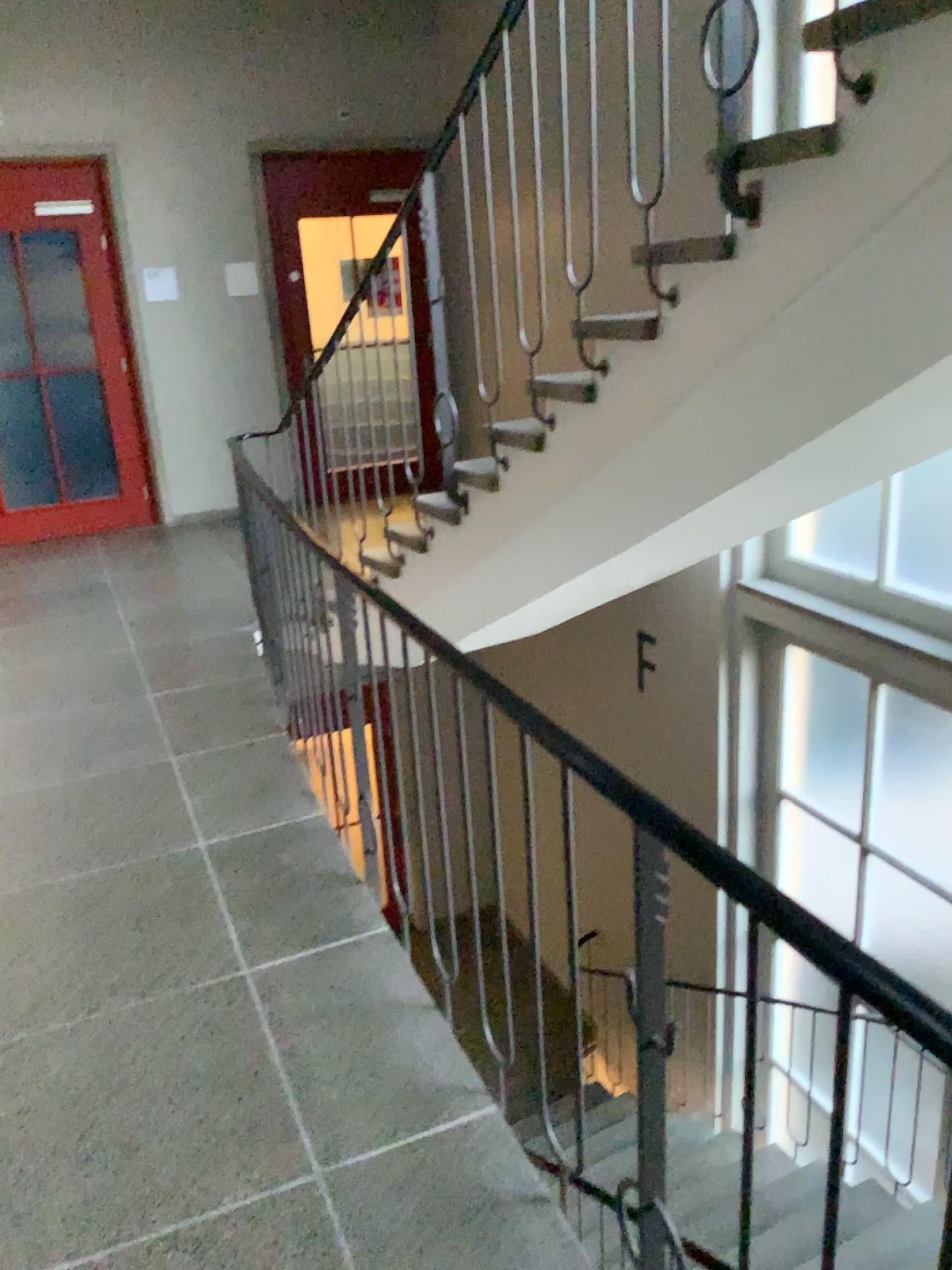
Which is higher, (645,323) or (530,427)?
(645,323)

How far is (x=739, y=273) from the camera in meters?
2.1

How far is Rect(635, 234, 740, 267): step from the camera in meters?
2.1

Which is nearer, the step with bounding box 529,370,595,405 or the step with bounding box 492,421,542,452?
the step with bounding box 529,370,595,405

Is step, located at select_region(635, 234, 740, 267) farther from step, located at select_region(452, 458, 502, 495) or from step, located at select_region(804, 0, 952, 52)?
step, located at select_region(452, 458, 502, 495)

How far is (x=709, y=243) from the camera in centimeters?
213cm

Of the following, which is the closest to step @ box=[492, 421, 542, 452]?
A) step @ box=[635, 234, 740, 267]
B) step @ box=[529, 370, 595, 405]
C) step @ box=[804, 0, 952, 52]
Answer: step @ box=[529, 370, 595, 405]

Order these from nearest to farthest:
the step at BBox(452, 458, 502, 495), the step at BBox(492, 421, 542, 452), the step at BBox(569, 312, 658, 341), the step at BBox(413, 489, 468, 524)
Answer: the step at BBox(569, 312, 658, 341)
the step at BBox(492, 421, 542, 452)
the step at BBox(452, 458, 502, 495)
the step at BBox(413, 489, 468, 524)

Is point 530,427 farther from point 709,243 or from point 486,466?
point 709,243

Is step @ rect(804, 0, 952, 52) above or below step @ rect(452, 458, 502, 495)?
above
